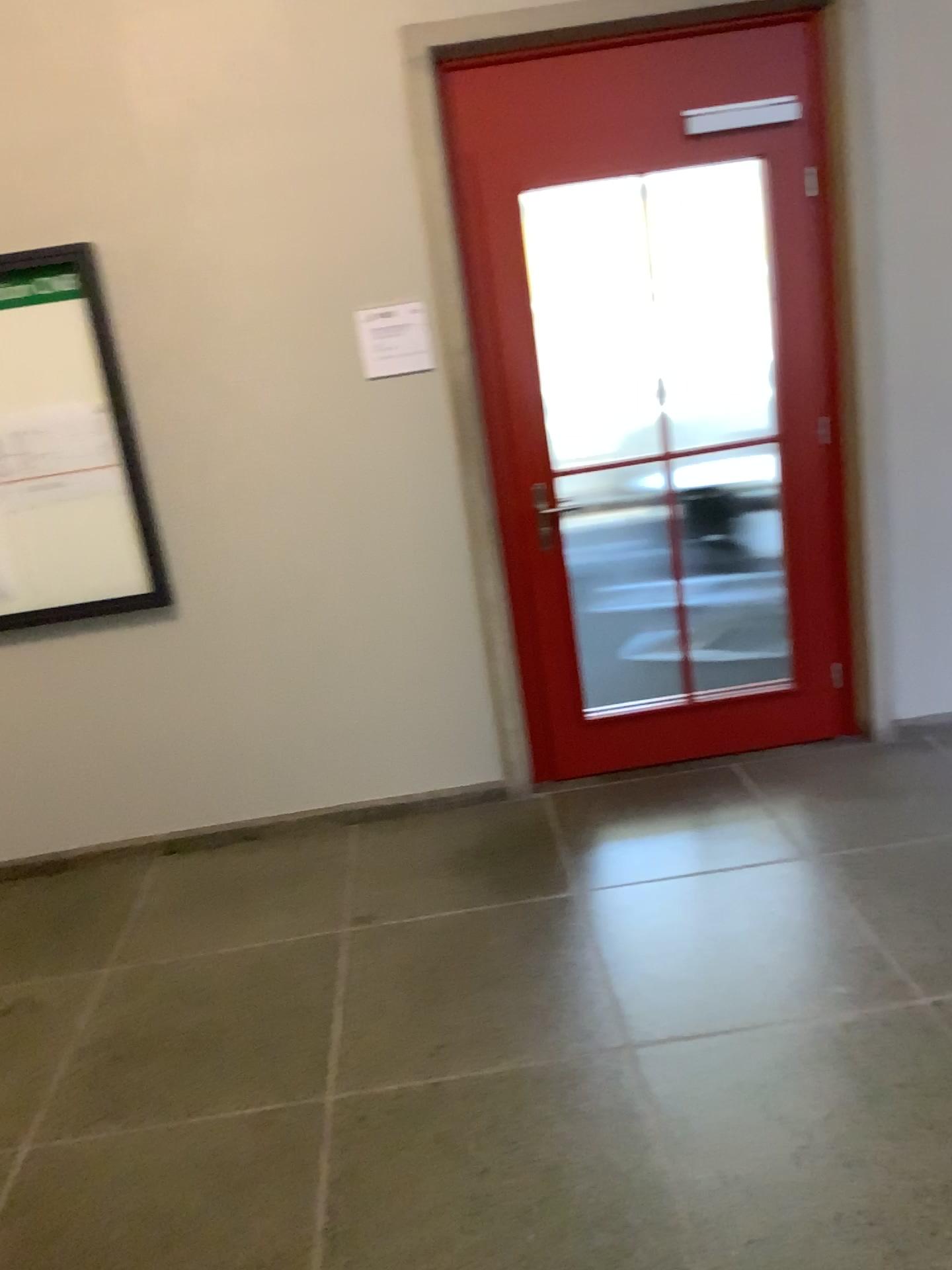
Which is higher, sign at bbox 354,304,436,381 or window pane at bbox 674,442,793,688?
sign at bbox 354,304,436,381

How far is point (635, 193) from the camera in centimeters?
330cm

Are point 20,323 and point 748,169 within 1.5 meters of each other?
no

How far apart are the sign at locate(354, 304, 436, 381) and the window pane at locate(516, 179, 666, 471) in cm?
37

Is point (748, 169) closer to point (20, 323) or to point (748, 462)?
point (748, 462)

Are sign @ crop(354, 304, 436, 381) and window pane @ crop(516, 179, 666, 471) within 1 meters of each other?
yes

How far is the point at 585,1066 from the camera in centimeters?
231cm

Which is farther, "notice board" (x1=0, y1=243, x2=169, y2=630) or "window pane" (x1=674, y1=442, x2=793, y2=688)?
"window pane" (x1=674, y1=442, x2=793, y2=688)

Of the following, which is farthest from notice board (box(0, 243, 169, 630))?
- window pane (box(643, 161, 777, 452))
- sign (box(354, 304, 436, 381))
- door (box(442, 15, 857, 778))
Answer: window pane (box(643, 161, 777, 452))

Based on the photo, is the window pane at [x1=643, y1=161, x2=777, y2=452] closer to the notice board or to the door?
the door
